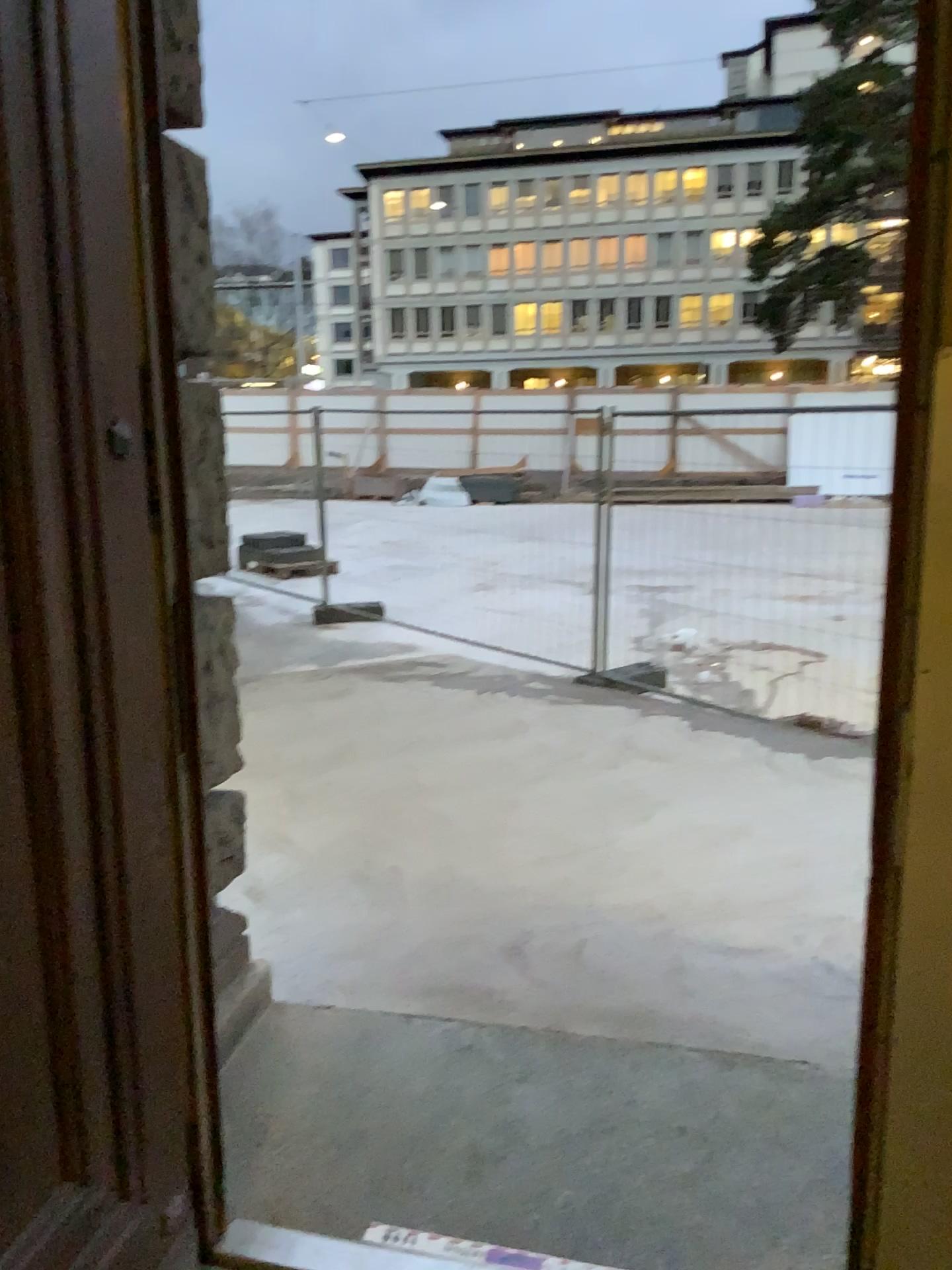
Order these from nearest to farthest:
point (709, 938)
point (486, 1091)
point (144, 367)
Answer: point (144, 367)
point (486, 1091)
point (709, 938)
